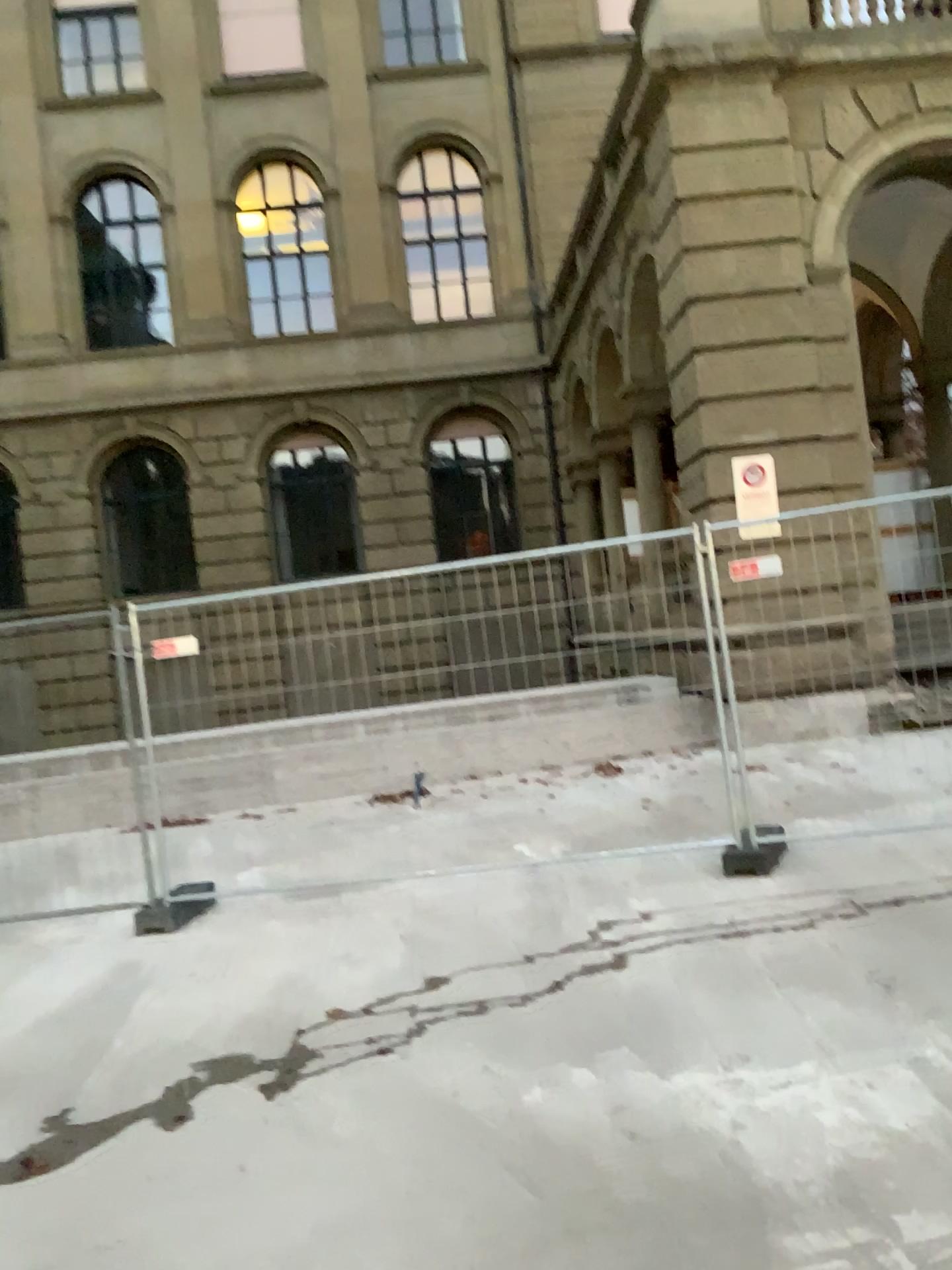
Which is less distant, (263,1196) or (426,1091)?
(263,1196)
